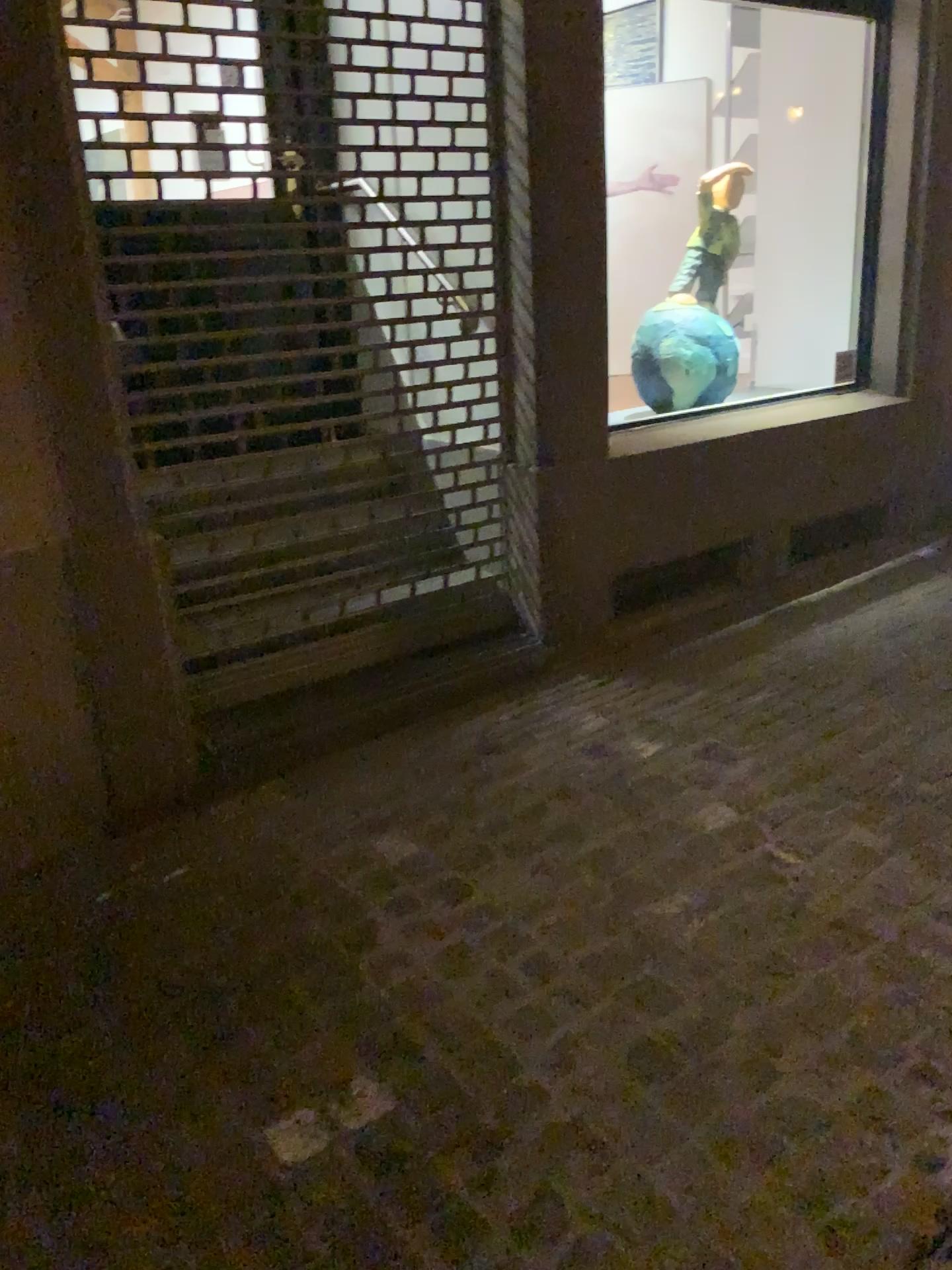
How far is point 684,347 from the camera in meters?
3.8 m

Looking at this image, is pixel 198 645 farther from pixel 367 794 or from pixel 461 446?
pixel 461 446

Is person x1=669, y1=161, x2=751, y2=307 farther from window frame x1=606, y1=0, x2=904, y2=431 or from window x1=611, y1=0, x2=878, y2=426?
window frame x1=606, y1=0, x2=904, y2=431

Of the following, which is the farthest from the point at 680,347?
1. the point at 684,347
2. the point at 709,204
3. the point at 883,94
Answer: the point at 883,94

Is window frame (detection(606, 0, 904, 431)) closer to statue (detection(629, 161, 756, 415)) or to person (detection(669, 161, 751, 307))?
statue (detection(629, 161, 756, 415))

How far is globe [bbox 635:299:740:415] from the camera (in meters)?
3.82

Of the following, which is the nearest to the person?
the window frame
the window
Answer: the window

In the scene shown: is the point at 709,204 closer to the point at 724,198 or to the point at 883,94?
the point at 724,198

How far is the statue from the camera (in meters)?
3.82
